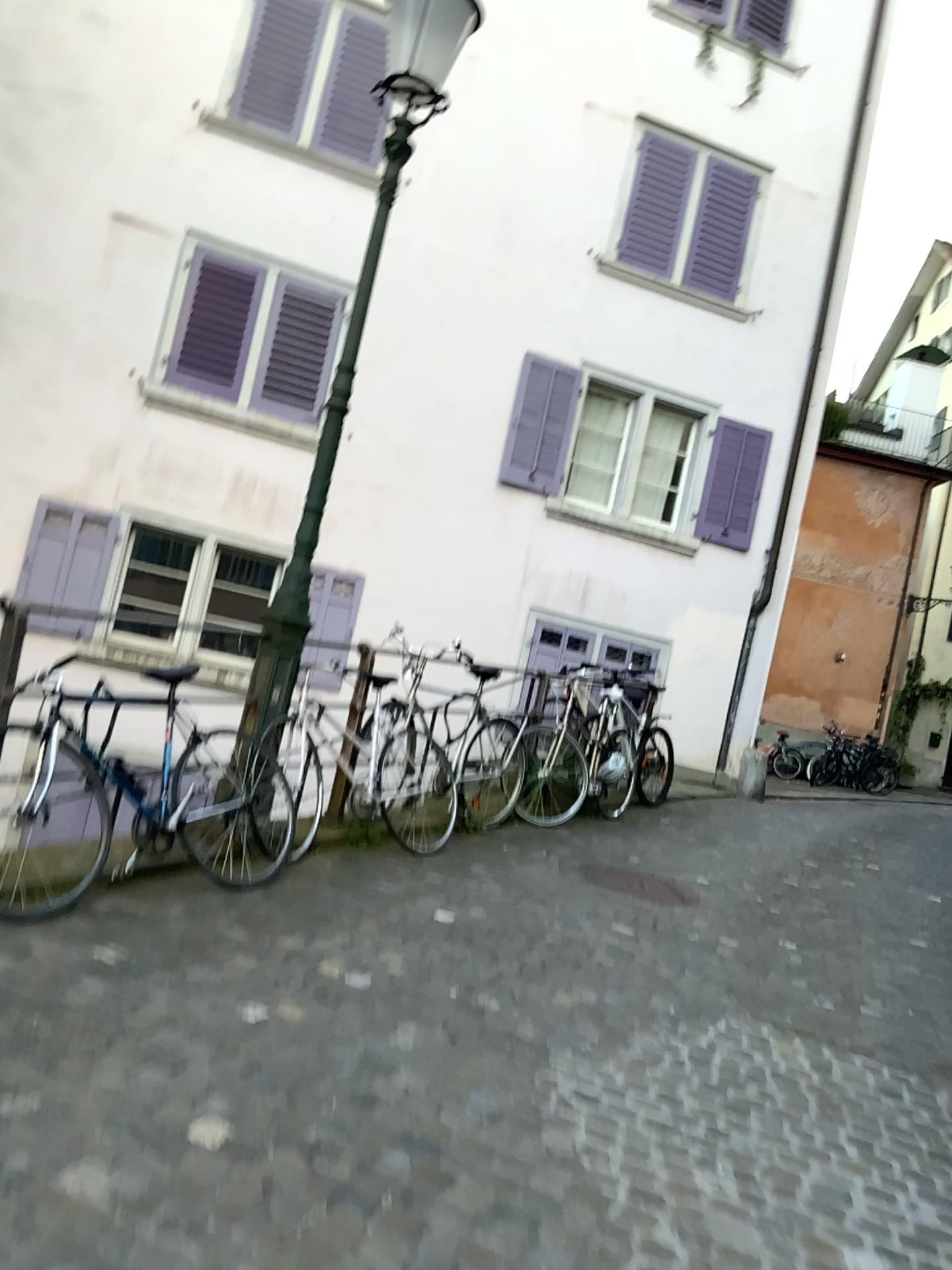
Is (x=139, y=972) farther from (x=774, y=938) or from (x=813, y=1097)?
(x=774, y=938)
